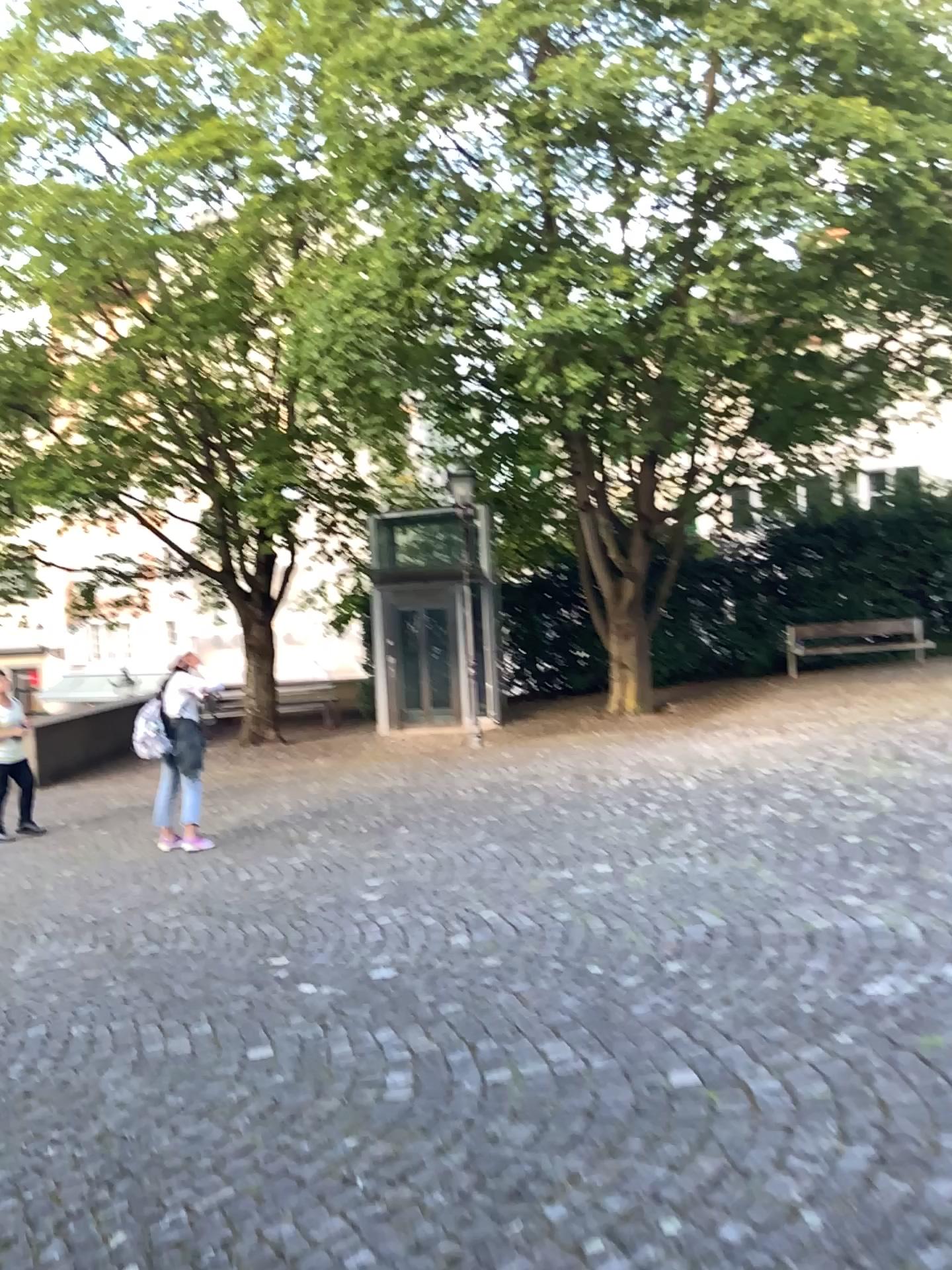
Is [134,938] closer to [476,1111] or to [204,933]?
[204,933]
